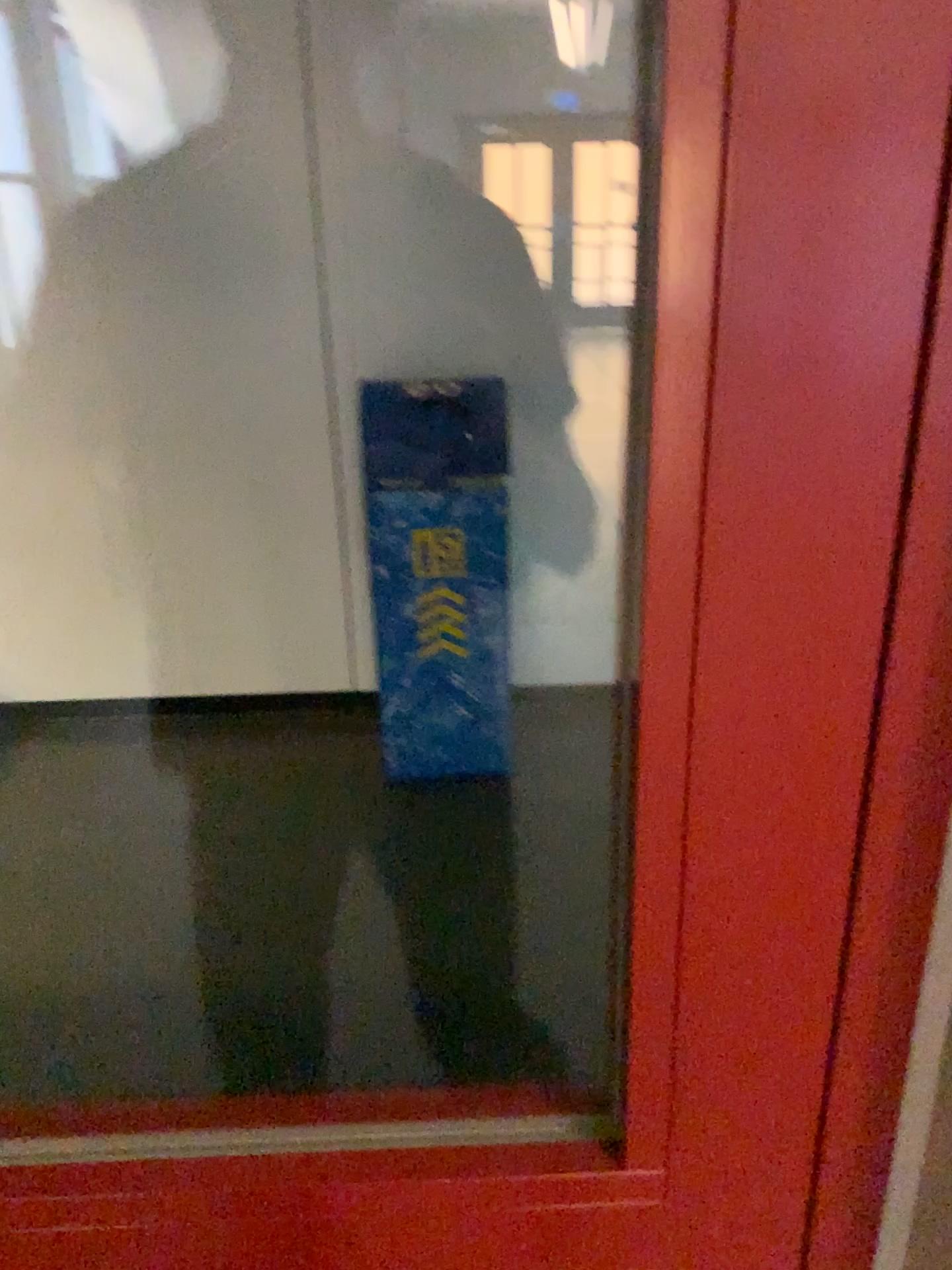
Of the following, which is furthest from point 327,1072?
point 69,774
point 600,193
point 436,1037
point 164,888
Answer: point 600,193
